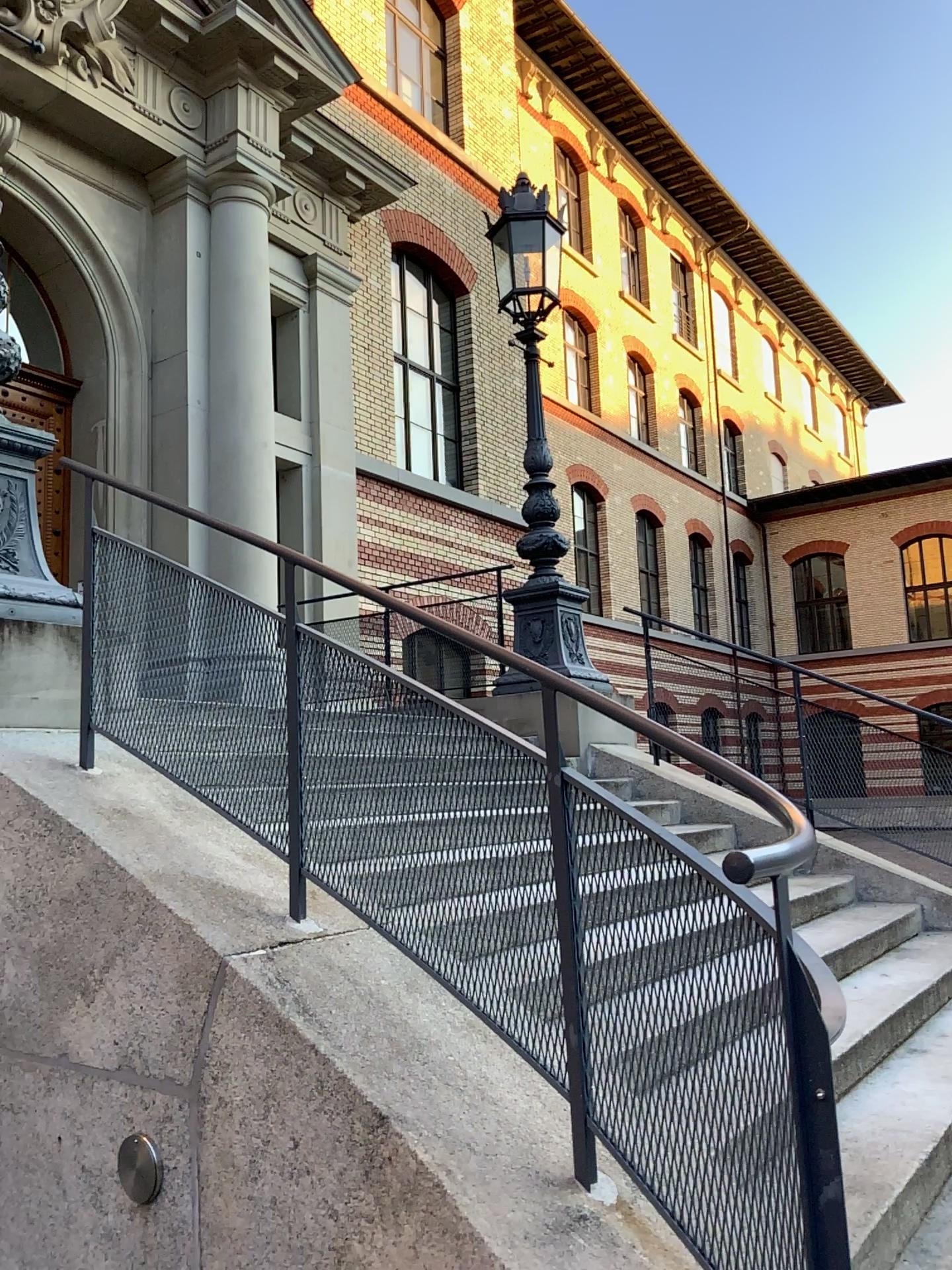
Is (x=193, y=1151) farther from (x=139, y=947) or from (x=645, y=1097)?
(x=645, y=1097)
